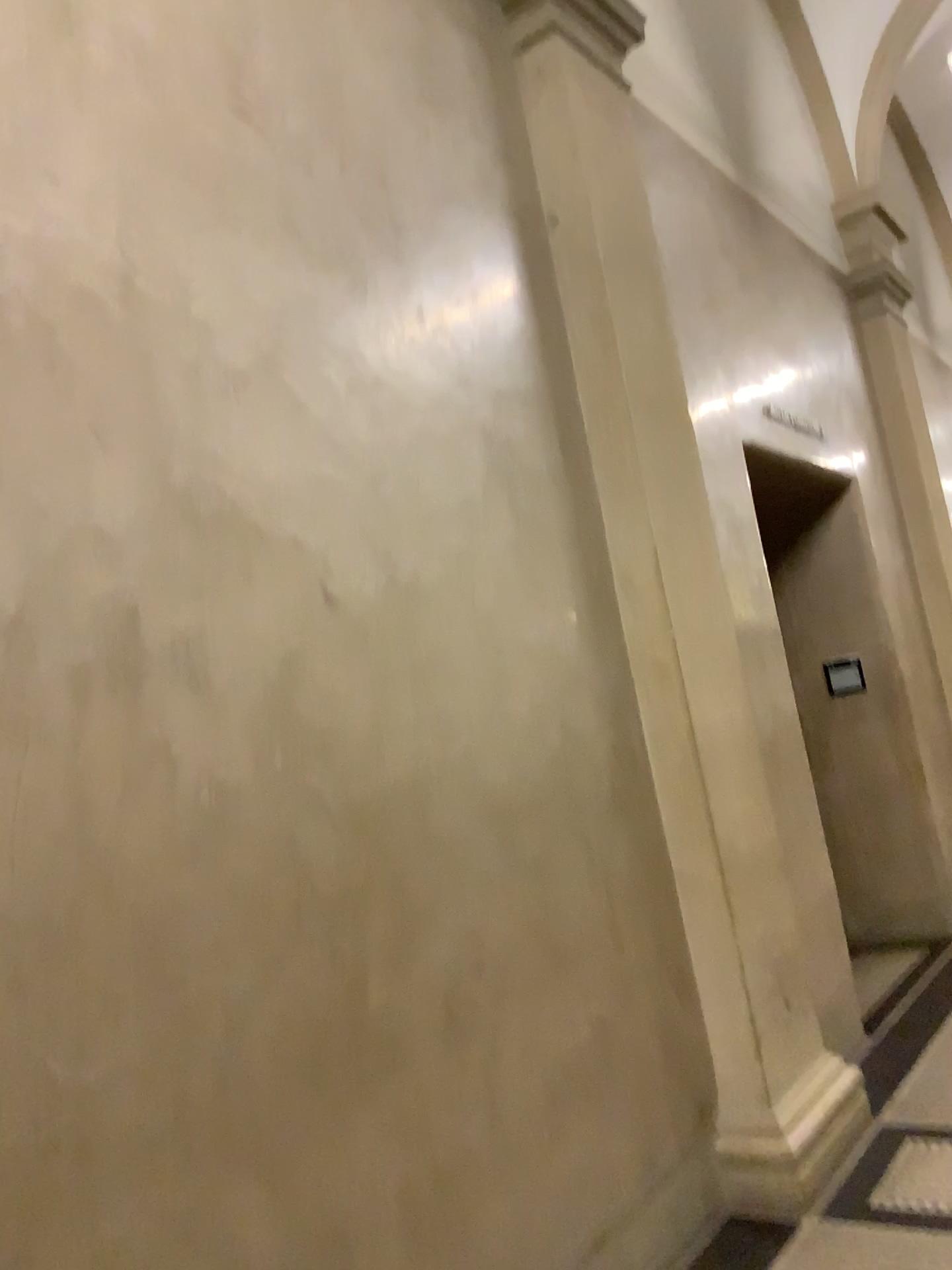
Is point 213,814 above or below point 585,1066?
above

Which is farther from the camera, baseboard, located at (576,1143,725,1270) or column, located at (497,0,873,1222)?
column, located at (497,0,873,1222)

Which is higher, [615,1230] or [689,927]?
[689,927]

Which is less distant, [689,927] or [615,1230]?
[615,1230]
